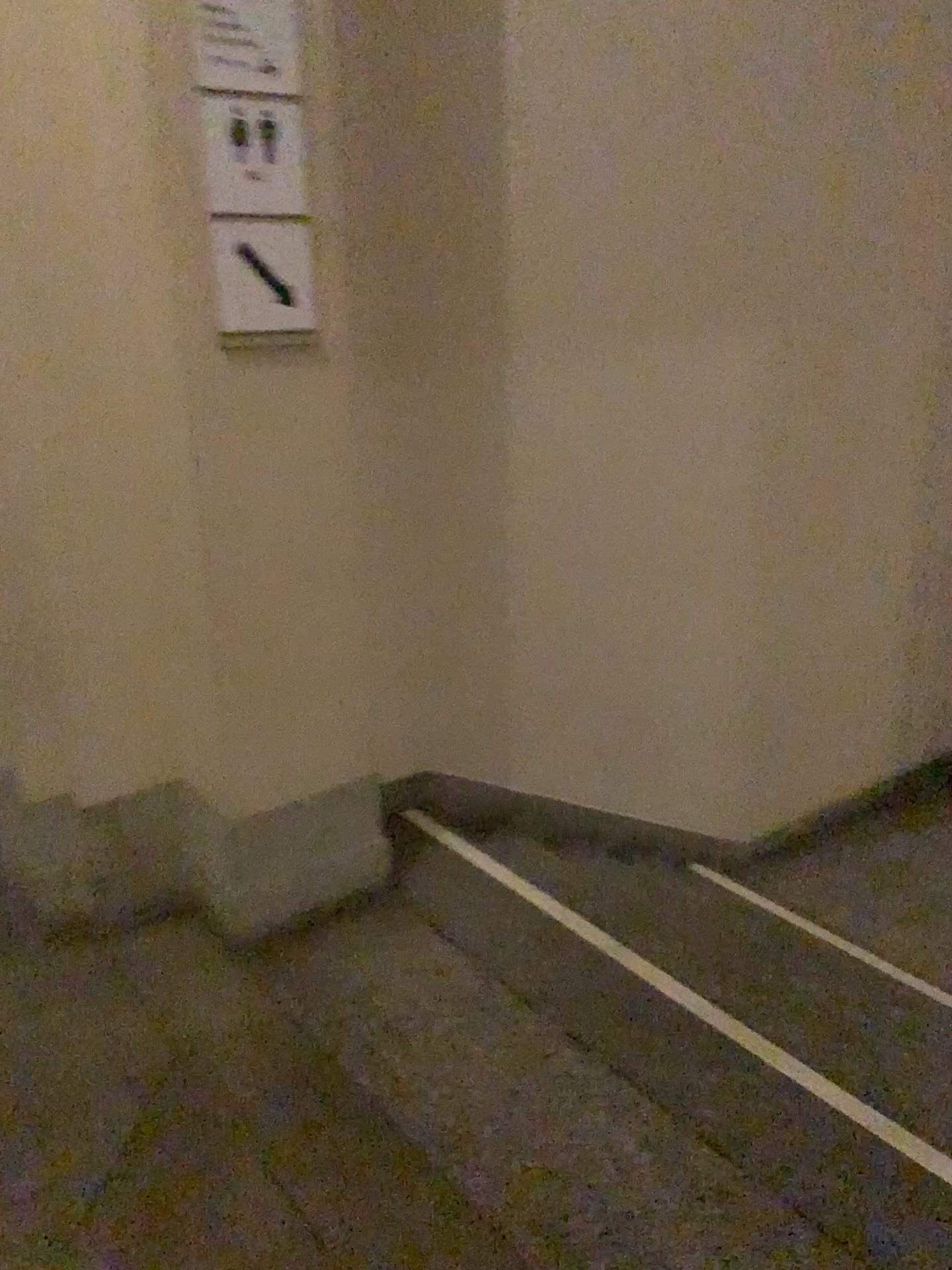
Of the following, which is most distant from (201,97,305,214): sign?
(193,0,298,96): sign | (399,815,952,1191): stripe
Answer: (399,815,952,1191): stripe

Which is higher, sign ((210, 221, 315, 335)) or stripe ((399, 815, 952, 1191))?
sign ((210, 221, 315, 335))

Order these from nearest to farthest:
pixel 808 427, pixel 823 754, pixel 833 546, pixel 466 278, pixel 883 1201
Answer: pixel 883 1201 → pixel 466 278 → pixel 808 427 → pixel 833 546 → pixel 823 754

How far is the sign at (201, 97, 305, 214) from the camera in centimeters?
203cm

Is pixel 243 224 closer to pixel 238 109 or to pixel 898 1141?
pixel 238 109

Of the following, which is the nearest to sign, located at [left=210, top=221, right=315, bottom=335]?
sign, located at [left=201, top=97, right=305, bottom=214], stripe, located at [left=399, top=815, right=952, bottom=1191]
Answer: sign, located at [left=201, top=97, right=305, bottom=214]

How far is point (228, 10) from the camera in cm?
196

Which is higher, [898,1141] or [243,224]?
[243,224]

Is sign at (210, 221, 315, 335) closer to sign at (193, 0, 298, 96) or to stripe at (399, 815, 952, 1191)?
sign at (193, 0, 298, 96)

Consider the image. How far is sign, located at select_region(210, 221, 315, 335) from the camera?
2.1 meters
